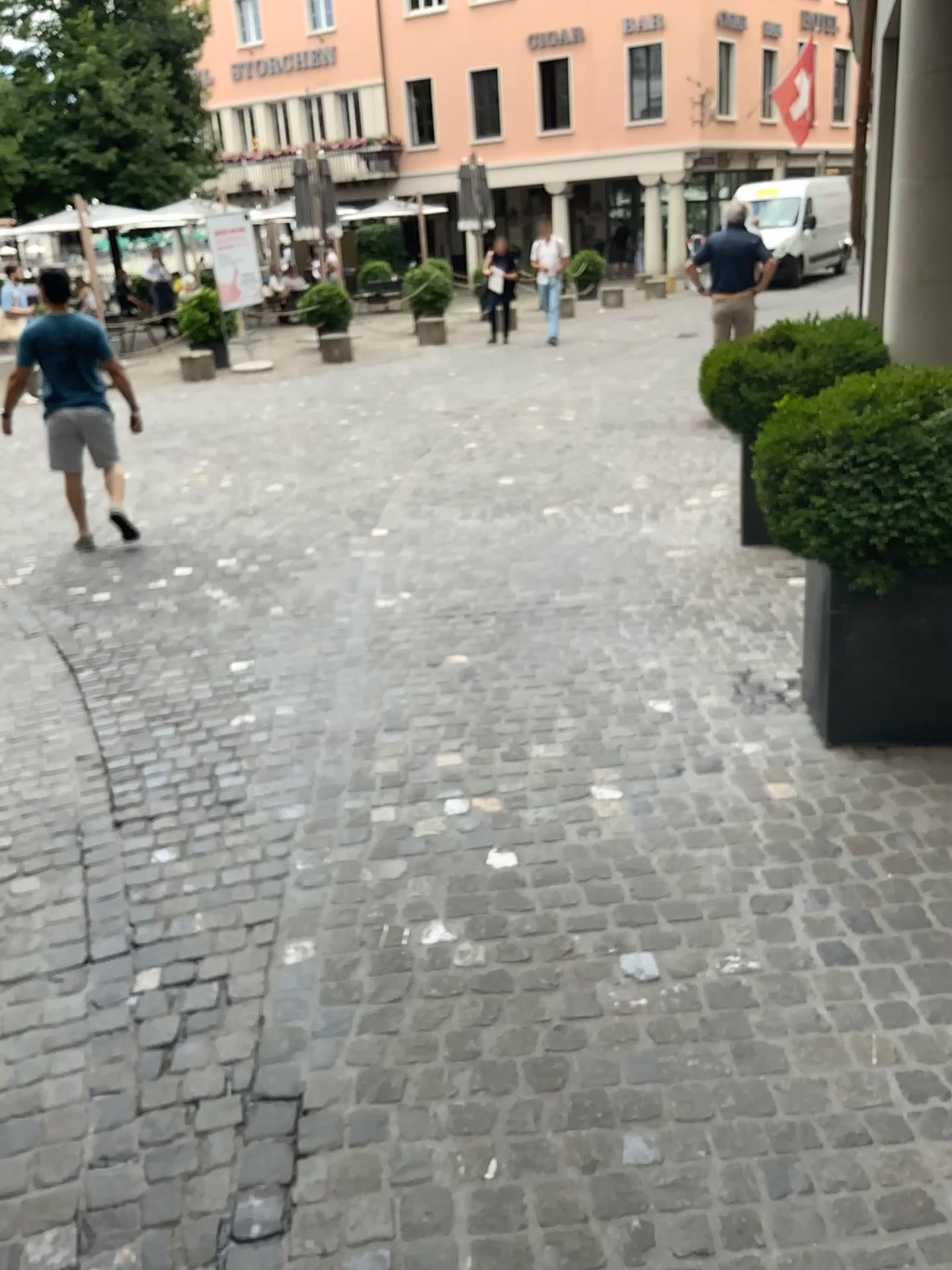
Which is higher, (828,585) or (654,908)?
(828,585)

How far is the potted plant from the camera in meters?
3.0 m

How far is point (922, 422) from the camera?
3.0 meters

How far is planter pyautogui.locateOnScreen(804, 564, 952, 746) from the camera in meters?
3.2

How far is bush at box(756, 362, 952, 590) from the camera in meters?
3.0

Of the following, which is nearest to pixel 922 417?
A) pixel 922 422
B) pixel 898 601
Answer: pixel 922 422

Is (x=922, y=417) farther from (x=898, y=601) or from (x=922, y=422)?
(x=898, y=601)
